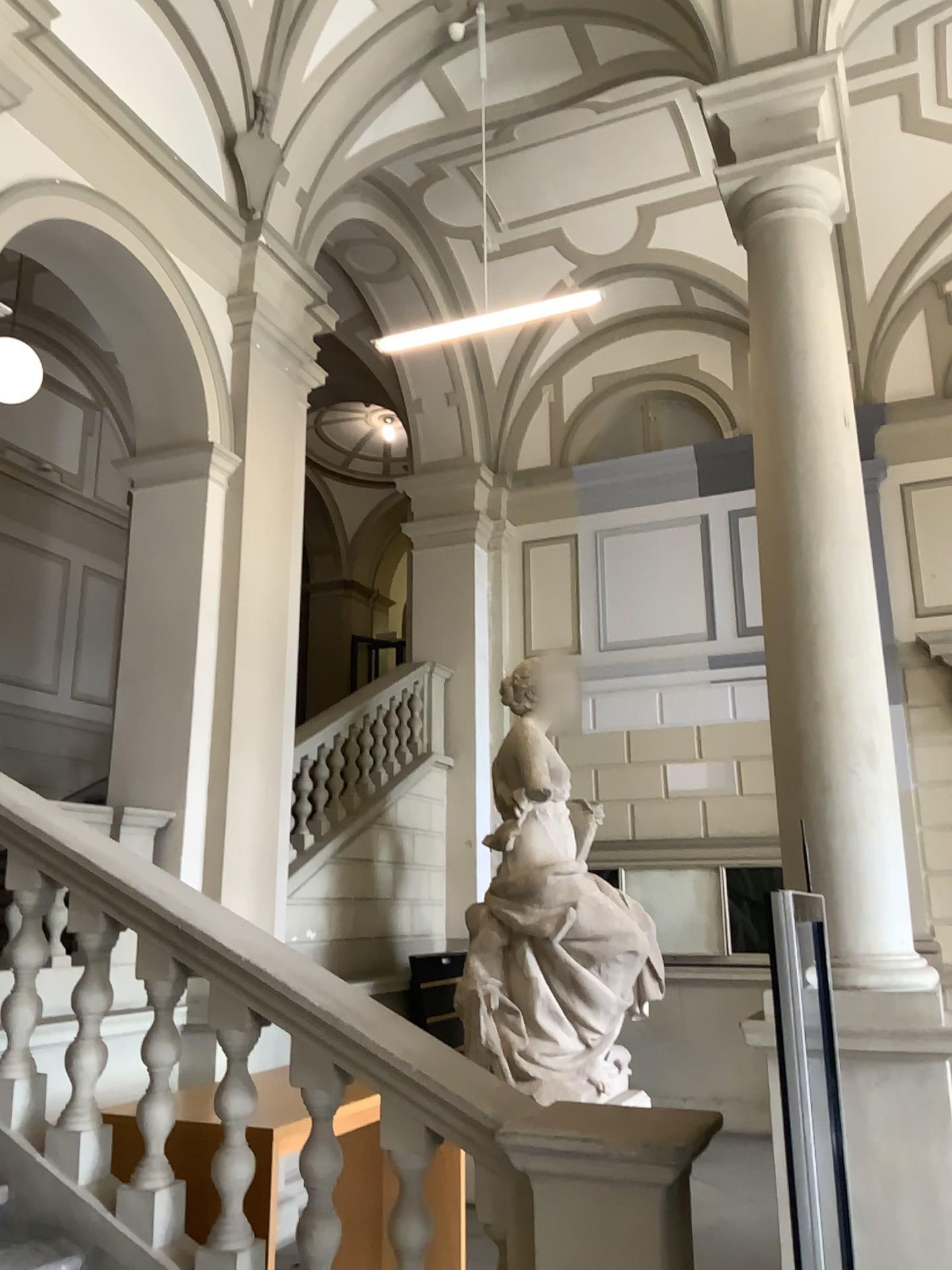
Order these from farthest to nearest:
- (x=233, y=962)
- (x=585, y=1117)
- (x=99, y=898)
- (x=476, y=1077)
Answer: (x=99, y=898)
(x=233, y=962)
(x=476, y=1077)
(x=585, y=1117)
